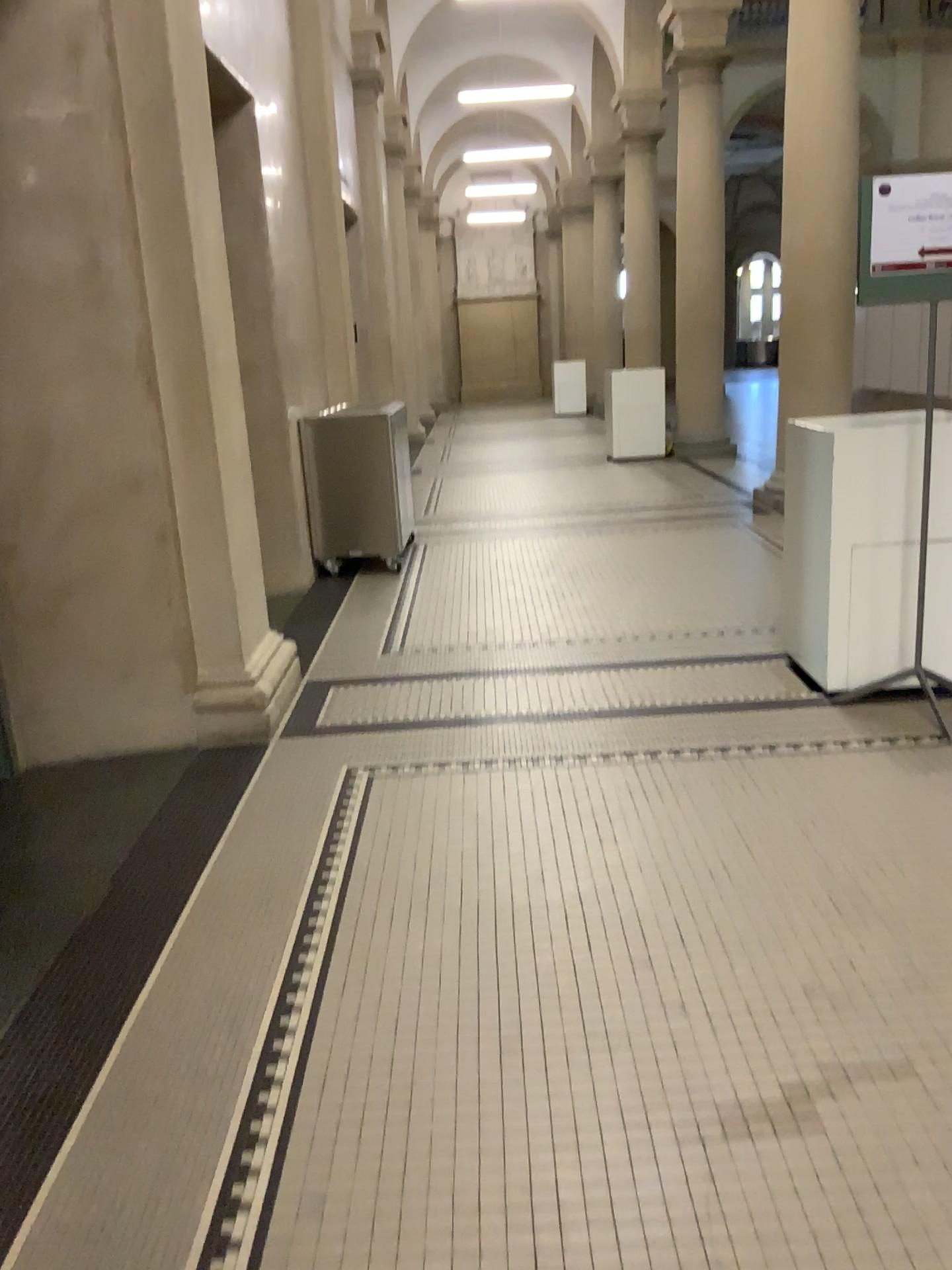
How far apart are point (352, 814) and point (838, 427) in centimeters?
219cm
